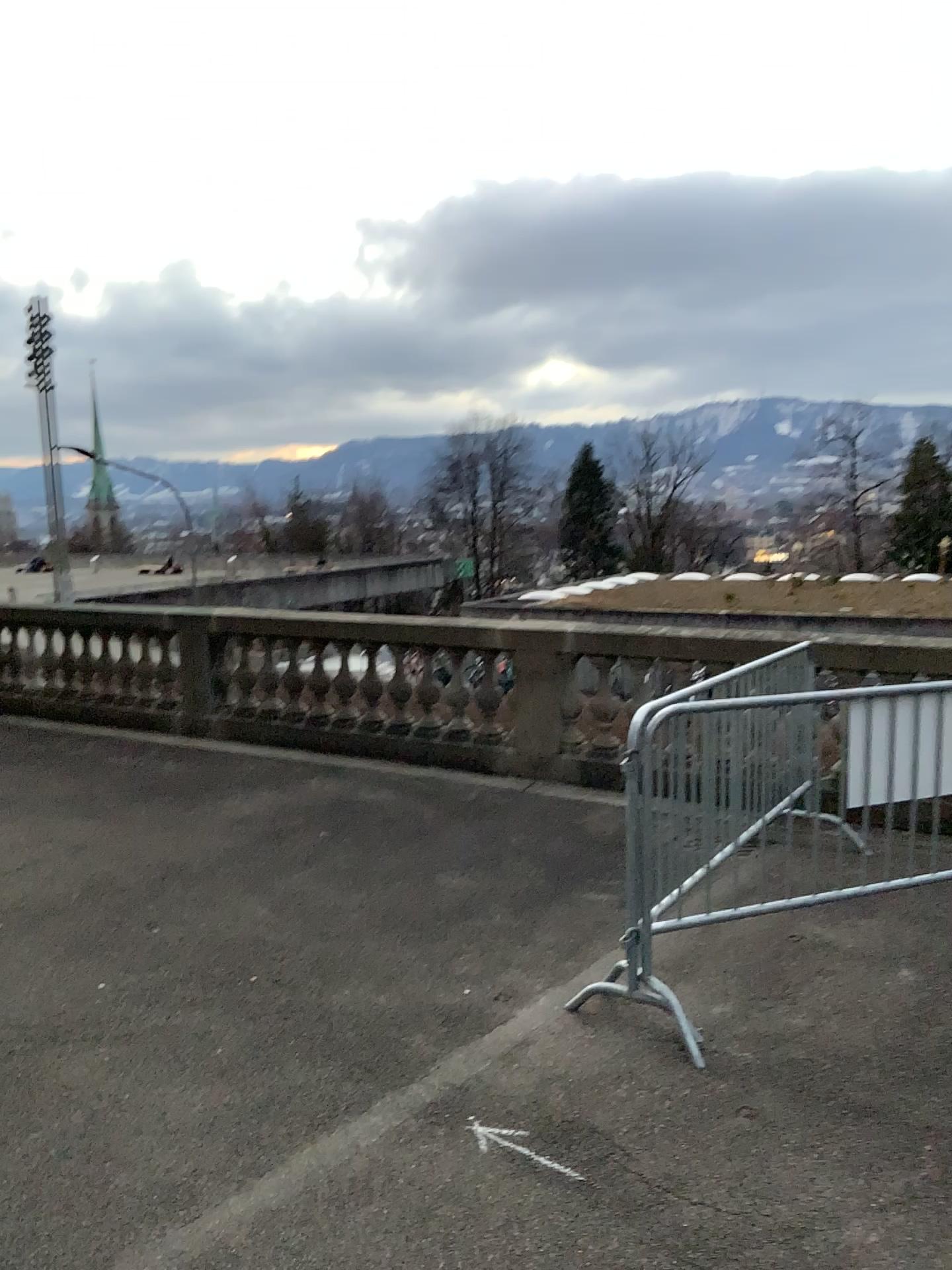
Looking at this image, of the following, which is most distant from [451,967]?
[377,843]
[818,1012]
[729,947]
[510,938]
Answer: [377,843]
